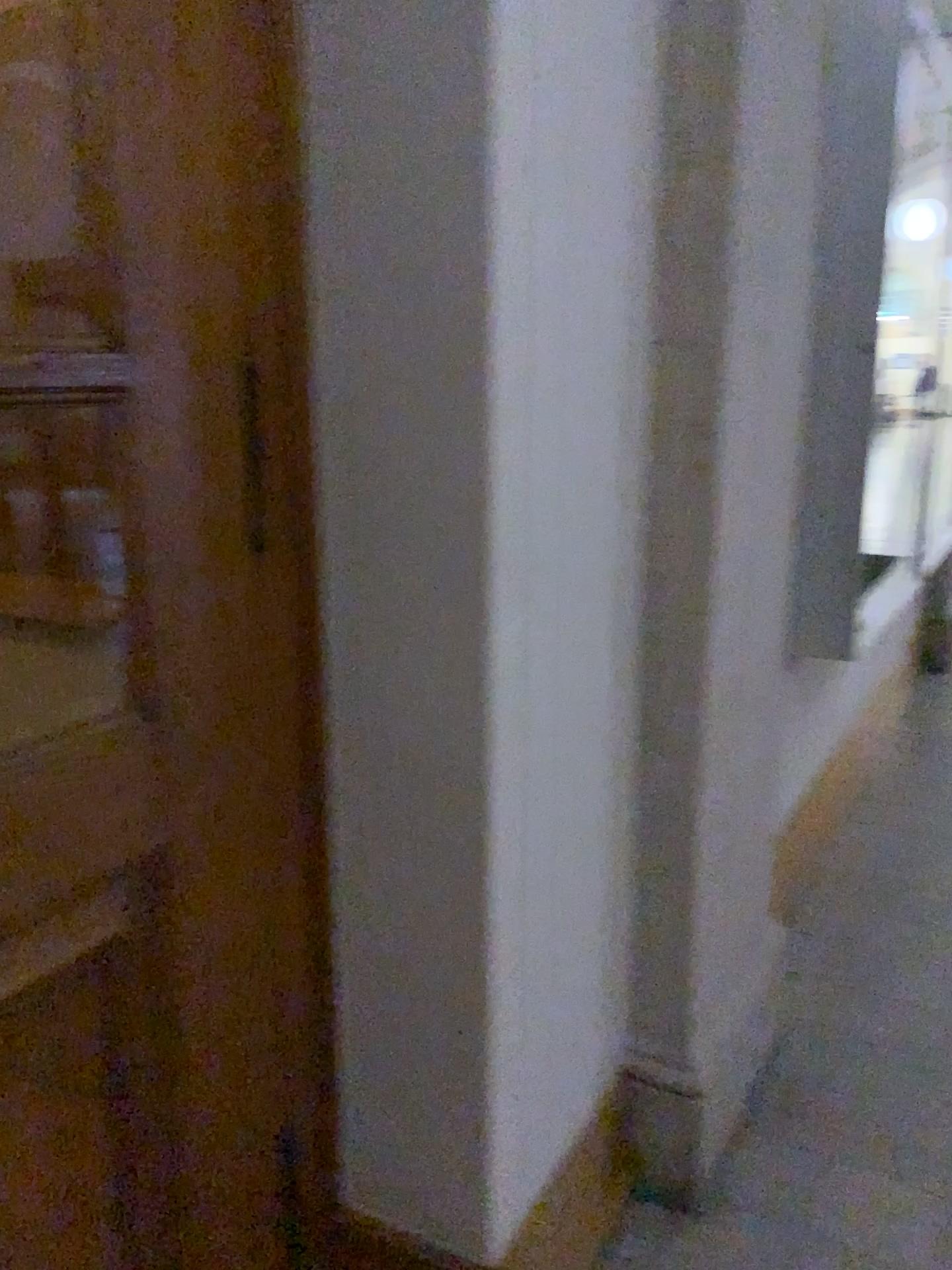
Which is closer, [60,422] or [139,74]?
[139,74]

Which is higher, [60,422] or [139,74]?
[139,74]

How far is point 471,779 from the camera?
1.3m

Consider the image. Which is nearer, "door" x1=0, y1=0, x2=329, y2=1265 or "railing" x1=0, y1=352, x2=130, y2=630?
"door" x1=0, y1=0, x2=329, y2=1265

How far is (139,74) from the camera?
1.1 meters

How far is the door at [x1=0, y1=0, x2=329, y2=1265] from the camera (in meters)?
1.05
